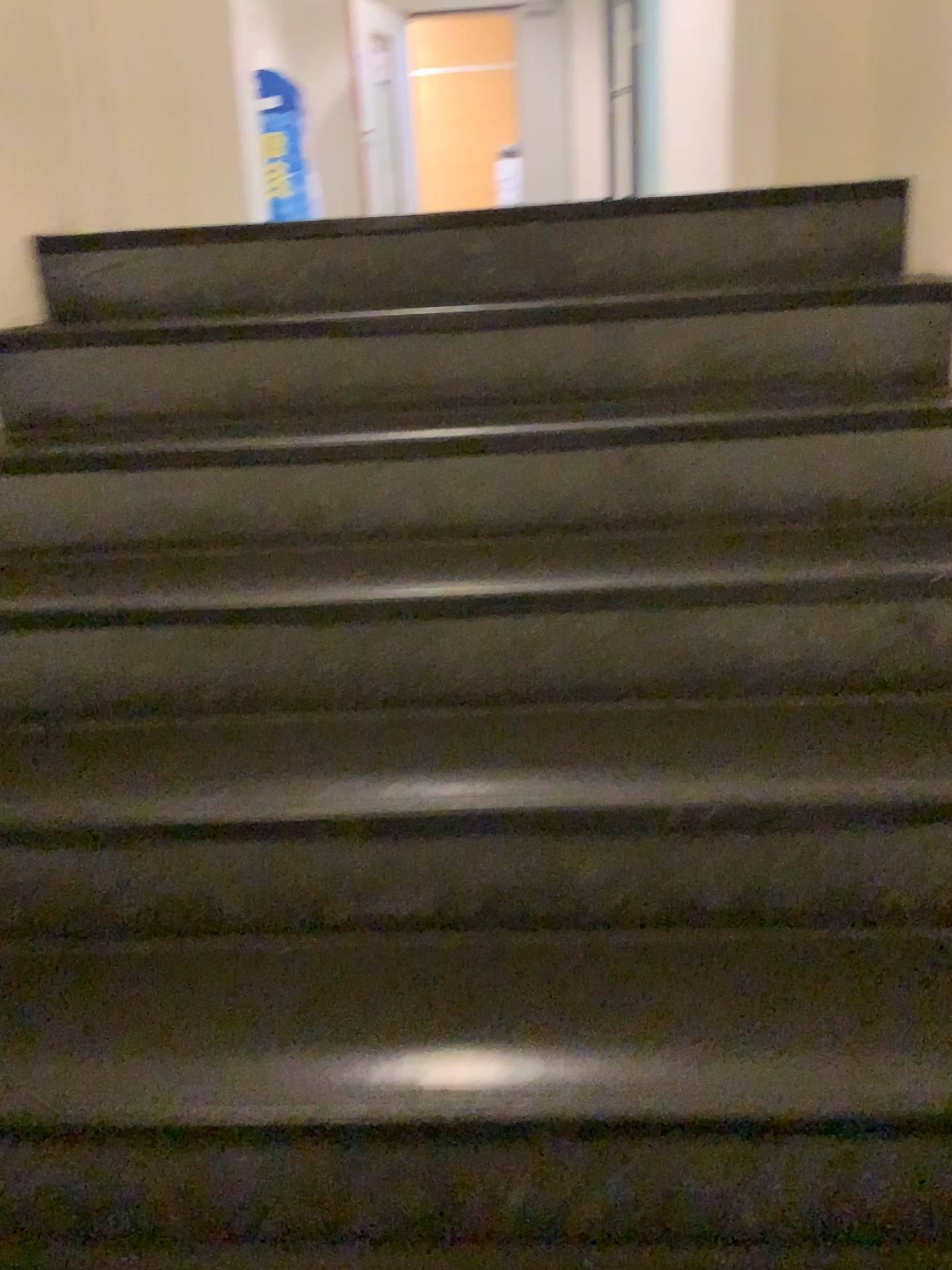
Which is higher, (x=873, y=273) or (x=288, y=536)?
(x=873, y=273)
